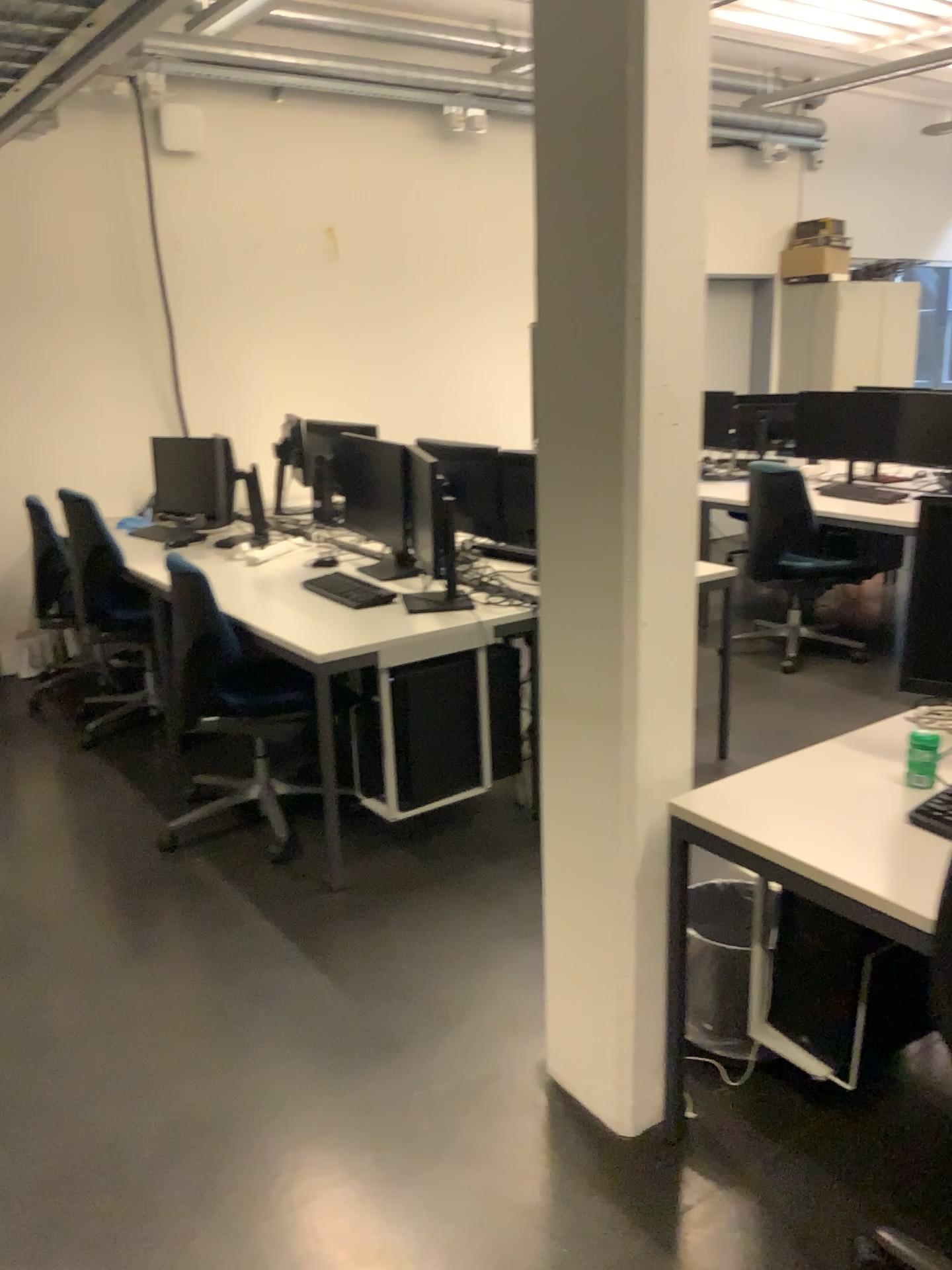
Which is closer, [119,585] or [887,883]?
[887,883]

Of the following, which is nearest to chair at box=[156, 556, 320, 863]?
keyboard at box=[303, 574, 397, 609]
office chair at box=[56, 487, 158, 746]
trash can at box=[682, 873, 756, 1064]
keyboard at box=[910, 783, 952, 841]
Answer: keyboard at box=[303, 574, 397, 609]

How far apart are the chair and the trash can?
1.5m

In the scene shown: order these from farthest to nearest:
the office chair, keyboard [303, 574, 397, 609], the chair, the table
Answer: the office chair, keyboard [303, 574, 397, 609], the chair, the table

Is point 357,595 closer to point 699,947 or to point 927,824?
point 699,947

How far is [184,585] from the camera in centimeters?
328cm

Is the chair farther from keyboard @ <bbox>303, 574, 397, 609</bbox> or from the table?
the table

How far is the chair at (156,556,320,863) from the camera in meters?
3.3

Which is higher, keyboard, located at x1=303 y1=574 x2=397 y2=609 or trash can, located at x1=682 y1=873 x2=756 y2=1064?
keyboard, located at x1=303 y1=574 x2=397 y2=609

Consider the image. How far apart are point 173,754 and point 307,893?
1.2m
